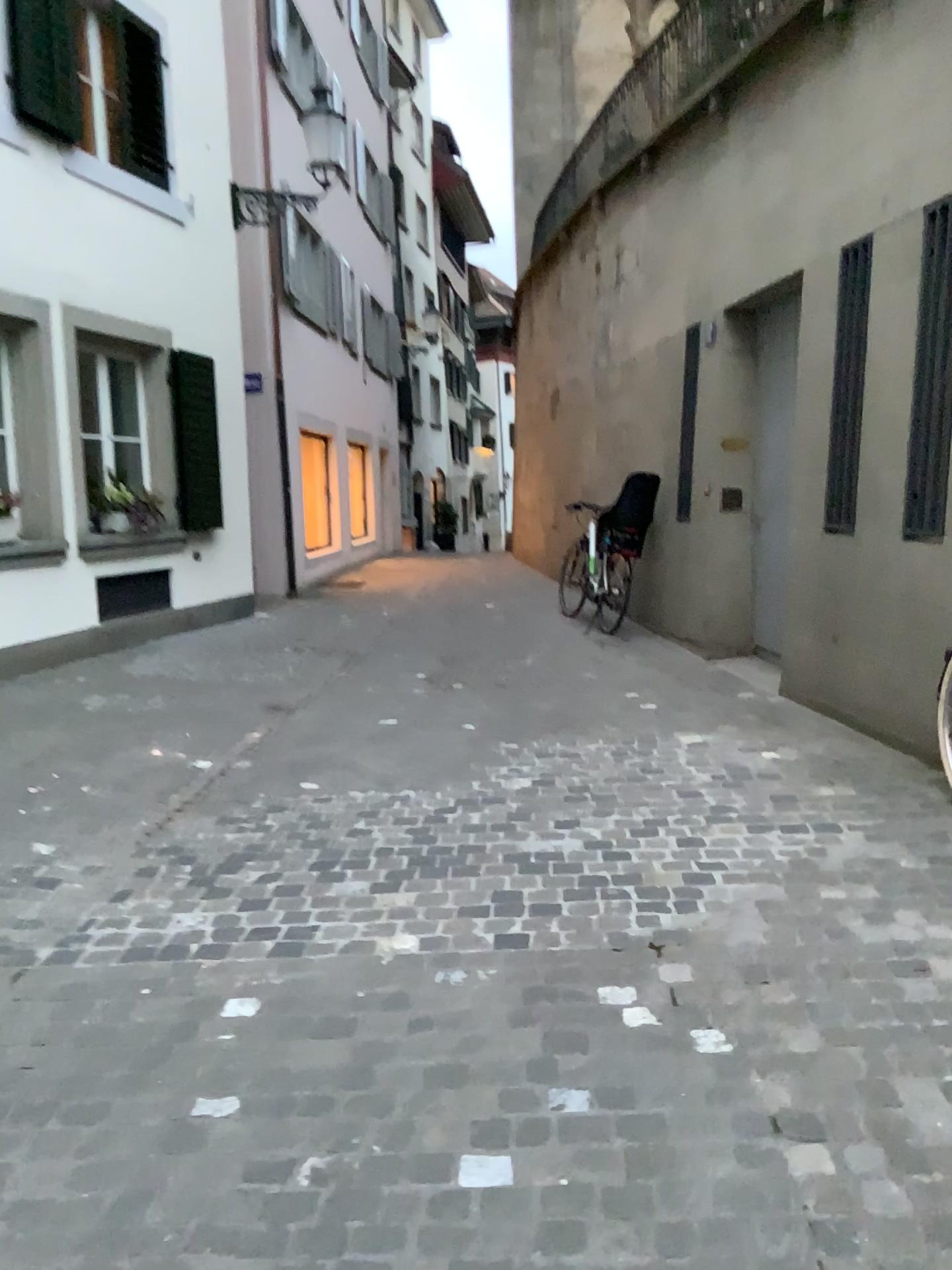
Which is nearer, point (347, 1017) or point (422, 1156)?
point (422, 1156)
